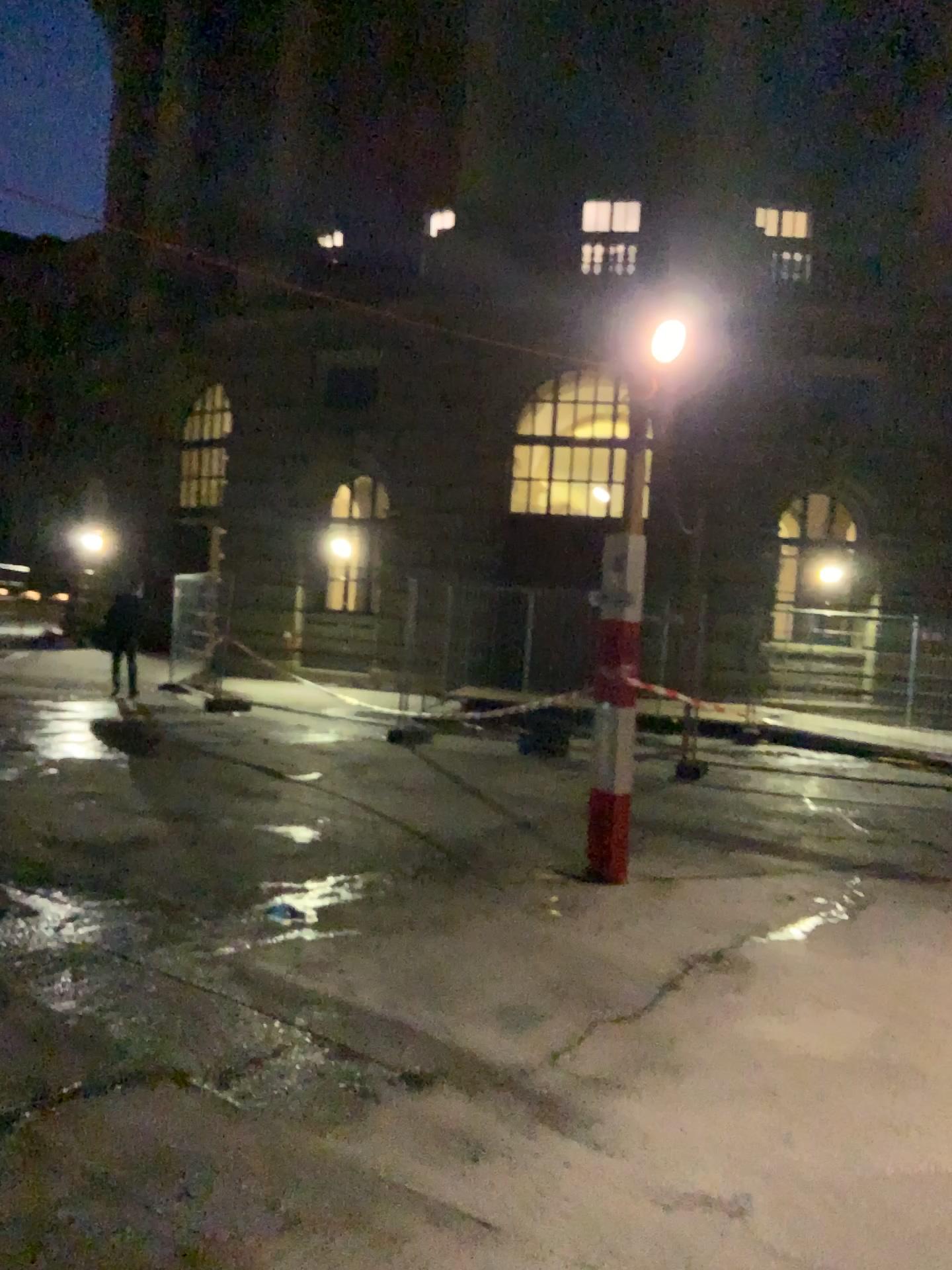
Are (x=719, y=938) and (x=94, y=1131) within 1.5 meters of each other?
Result: no
